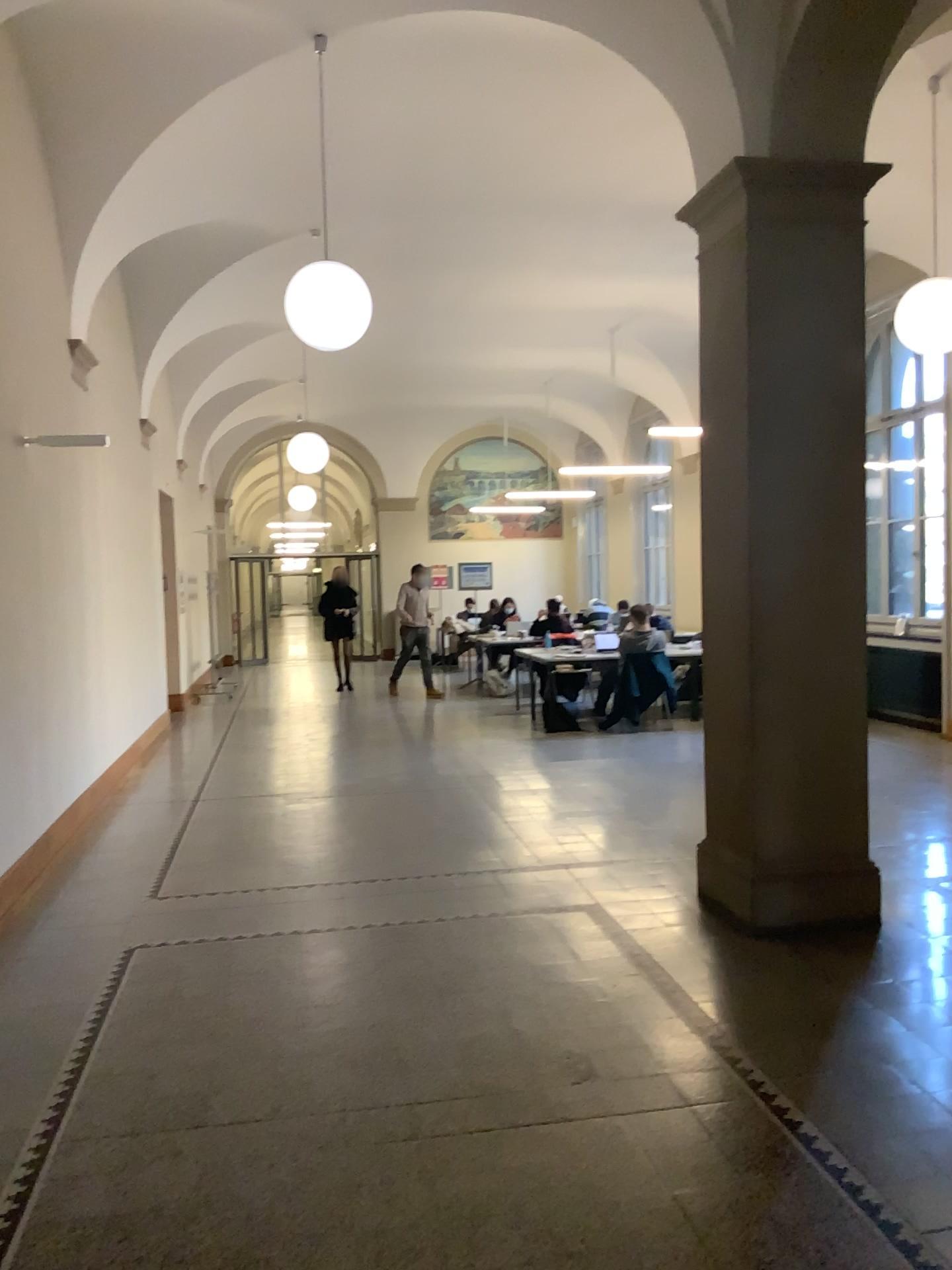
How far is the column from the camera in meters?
4.5 m

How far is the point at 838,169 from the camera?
4.5m

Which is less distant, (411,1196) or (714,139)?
(411,1196)
